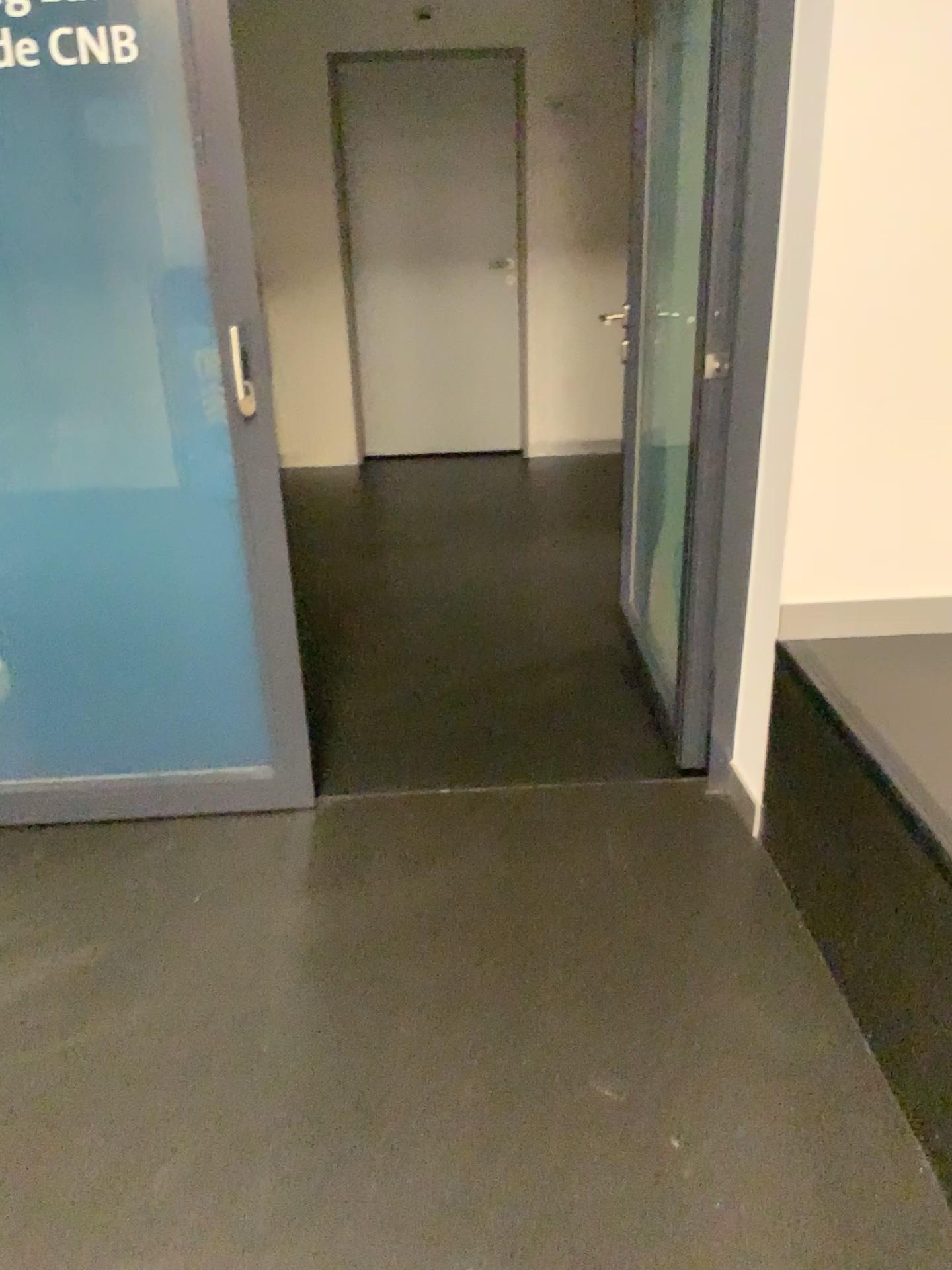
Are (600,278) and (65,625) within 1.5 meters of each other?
no
